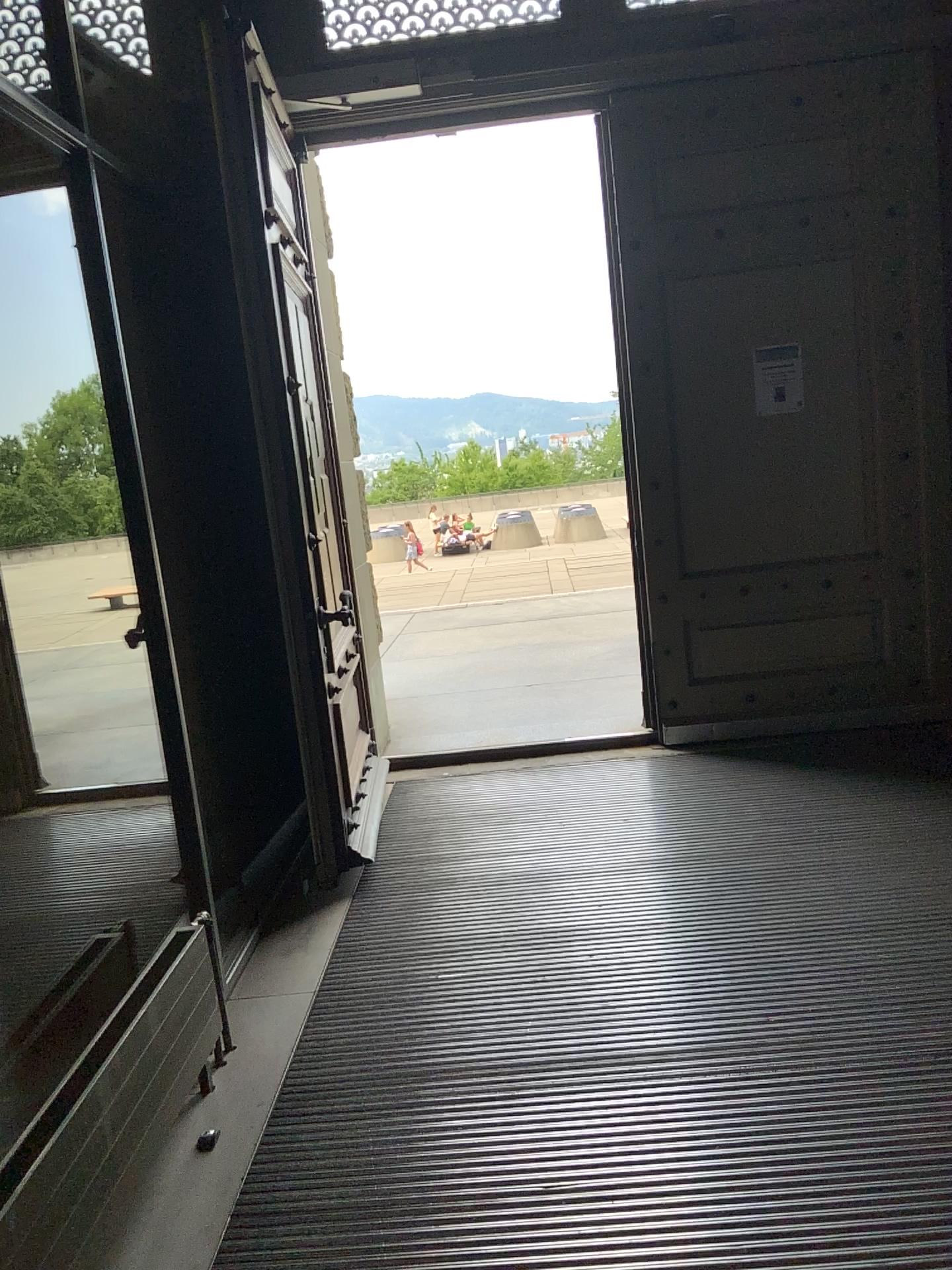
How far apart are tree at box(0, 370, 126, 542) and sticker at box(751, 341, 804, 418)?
2.8 meters

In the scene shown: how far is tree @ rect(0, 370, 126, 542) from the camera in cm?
350

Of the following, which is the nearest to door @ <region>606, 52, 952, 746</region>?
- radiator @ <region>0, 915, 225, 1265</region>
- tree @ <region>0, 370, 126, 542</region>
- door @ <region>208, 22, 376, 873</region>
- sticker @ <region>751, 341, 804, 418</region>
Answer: sticker @ <region>751, 341, 804, 418</region>

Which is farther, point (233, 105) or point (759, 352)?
point (759, 352)

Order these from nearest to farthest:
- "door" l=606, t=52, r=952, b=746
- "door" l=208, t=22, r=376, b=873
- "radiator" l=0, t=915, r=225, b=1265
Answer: "radiator" l=0, t=915, r=225, b=1265
"door" l=208, t=22, r=376, b=873
"door" l=606, t=52, r=952, b=746

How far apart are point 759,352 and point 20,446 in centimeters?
308cm

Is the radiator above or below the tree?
below

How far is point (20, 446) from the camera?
3.50m

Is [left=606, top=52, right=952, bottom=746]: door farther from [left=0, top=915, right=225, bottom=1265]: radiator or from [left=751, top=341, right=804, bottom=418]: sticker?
[left=0, top=915, right=225, bottom=1265]: radiator

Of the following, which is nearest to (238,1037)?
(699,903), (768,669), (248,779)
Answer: (699,903)
